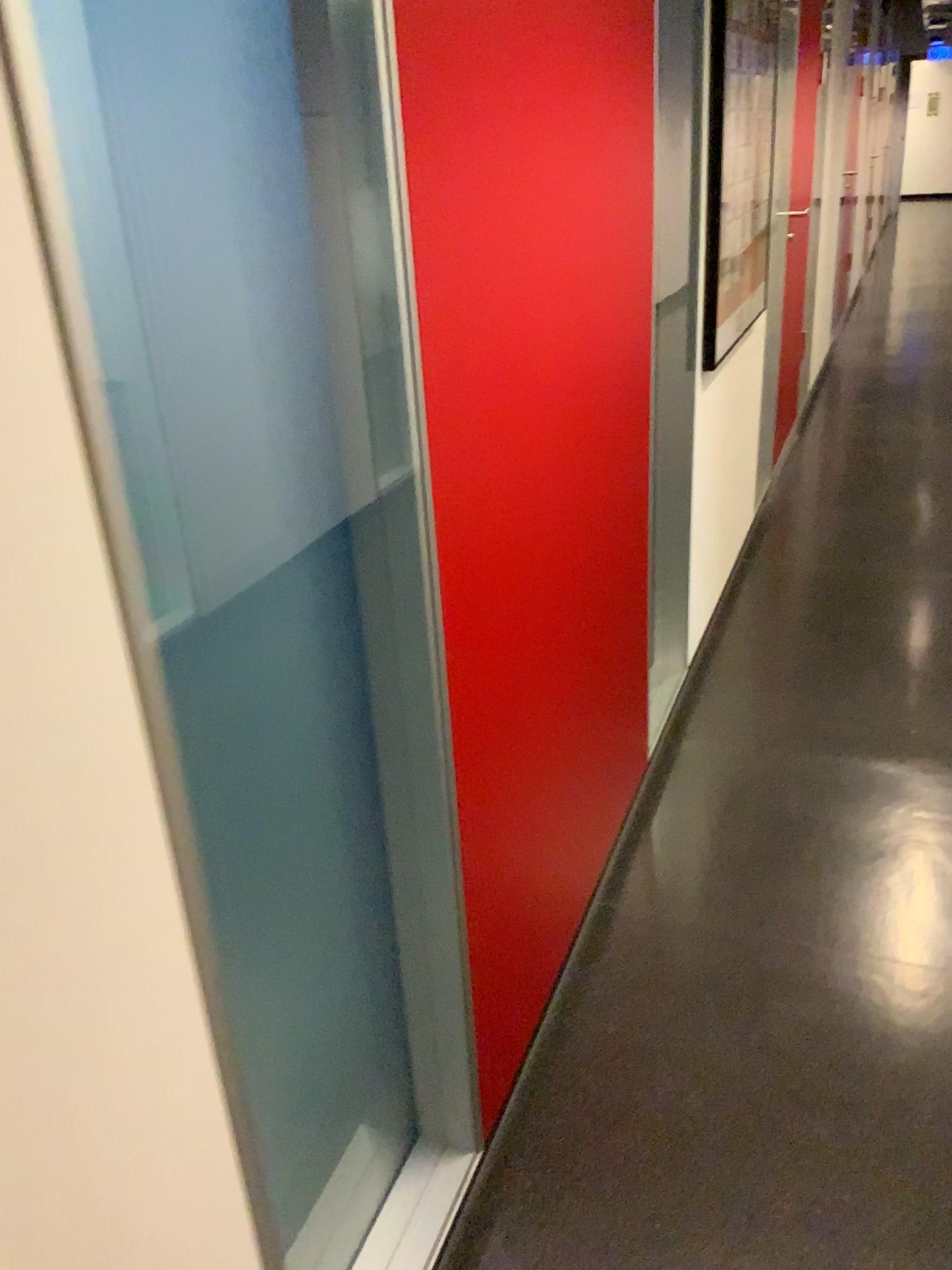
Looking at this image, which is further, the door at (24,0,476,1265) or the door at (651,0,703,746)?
the door at (651,0,703,746)

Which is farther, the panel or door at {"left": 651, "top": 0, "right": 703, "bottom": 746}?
door at {"left": 651, "top": 0, "right": 703, "bottom": 746}

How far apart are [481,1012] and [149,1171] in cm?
76

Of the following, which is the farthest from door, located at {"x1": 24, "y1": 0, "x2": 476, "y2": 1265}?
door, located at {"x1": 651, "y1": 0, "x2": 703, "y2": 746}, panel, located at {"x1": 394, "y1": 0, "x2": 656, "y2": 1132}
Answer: door, located at {"x1": 651, "y1": 0, "x2": 703, "y2": 746}

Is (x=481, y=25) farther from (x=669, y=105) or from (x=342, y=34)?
(x=669, y=105)

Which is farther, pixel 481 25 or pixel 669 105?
pixel 669 105

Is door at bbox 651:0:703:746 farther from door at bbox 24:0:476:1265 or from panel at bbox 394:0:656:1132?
door at bbox 24:0:476:1265

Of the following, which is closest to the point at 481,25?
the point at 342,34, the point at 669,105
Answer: the point at 342,34
